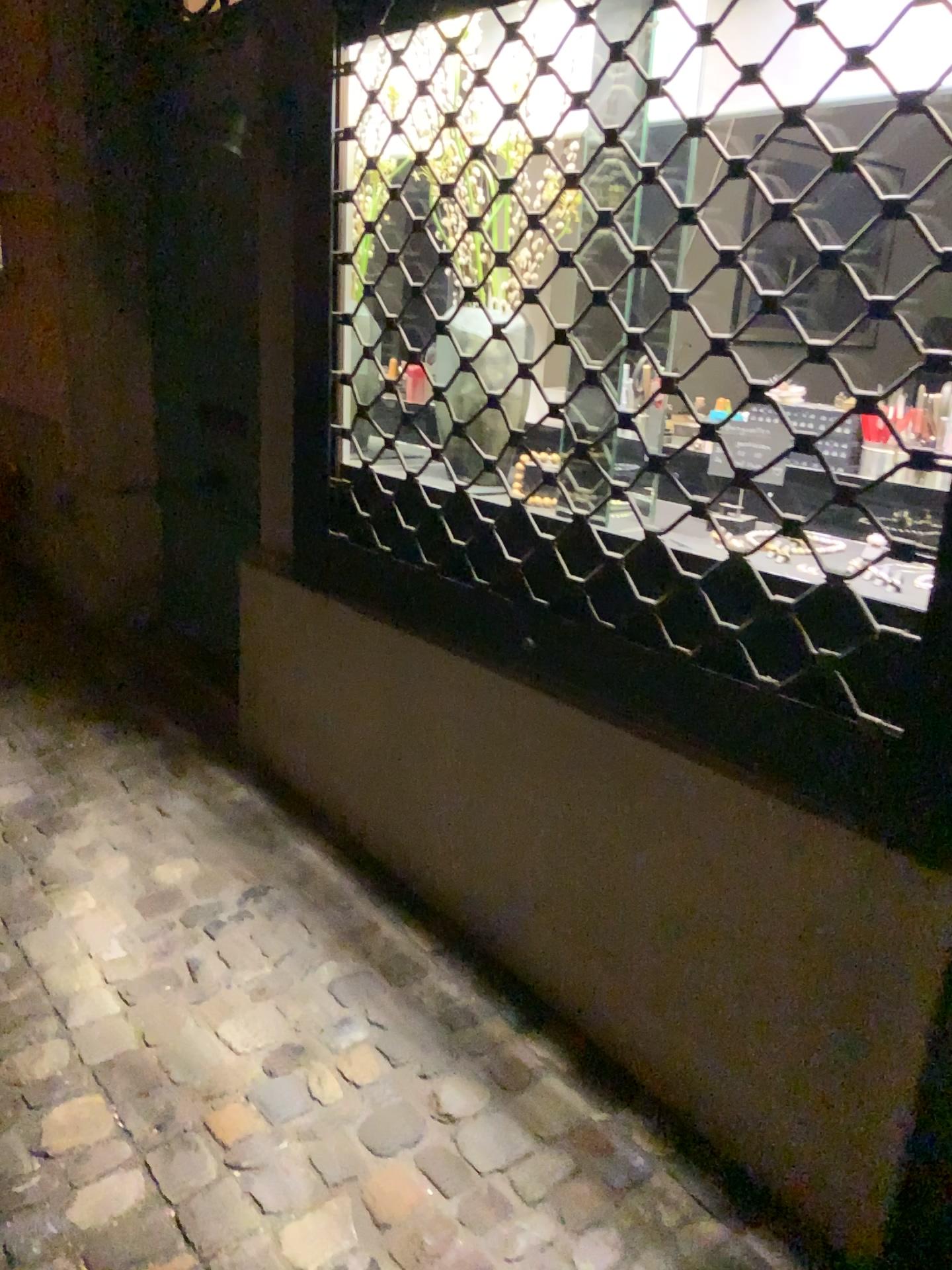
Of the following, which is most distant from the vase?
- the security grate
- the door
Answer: the door

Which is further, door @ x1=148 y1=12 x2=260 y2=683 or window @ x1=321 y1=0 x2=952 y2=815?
door @ x1=148 y1=12 x2=260 y2=683

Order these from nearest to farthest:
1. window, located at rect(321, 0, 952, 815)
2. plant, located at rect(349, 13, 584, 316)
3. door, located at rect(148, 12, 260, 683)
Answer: window, located at rect(321, 0, 952, 815)
plant, located at rect(349, 13, 584, 316)
door, located at rect(148, 12, 260, 683)

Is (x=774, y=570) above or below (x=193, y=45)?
below

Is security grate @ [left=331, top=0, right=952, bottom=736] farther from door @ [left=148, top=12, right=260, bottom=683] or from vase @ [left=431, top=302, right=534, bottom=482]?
door @ [left=148, top=12, right=260, bottom=683]

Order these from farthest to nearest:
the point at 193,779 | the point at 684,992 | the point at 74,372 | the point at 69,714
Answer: the point at 74,372
the point at 69,714
the point at 193,779
the point at 684,992

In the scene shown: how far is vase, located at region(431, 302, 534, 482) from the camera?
2.0 meters

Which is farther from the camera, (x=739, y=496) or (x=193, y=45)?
(x=193, y=45)

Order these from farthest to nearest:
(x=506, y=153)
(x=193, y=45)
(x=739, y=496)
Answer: (x=193, y=45) → (x=506, y=153) → (x=739, y=496)

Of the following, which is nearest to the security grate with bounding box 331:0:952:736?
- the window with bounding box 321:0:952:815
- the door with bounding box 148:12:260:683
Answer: the window with bounding box 321:0:952:815
